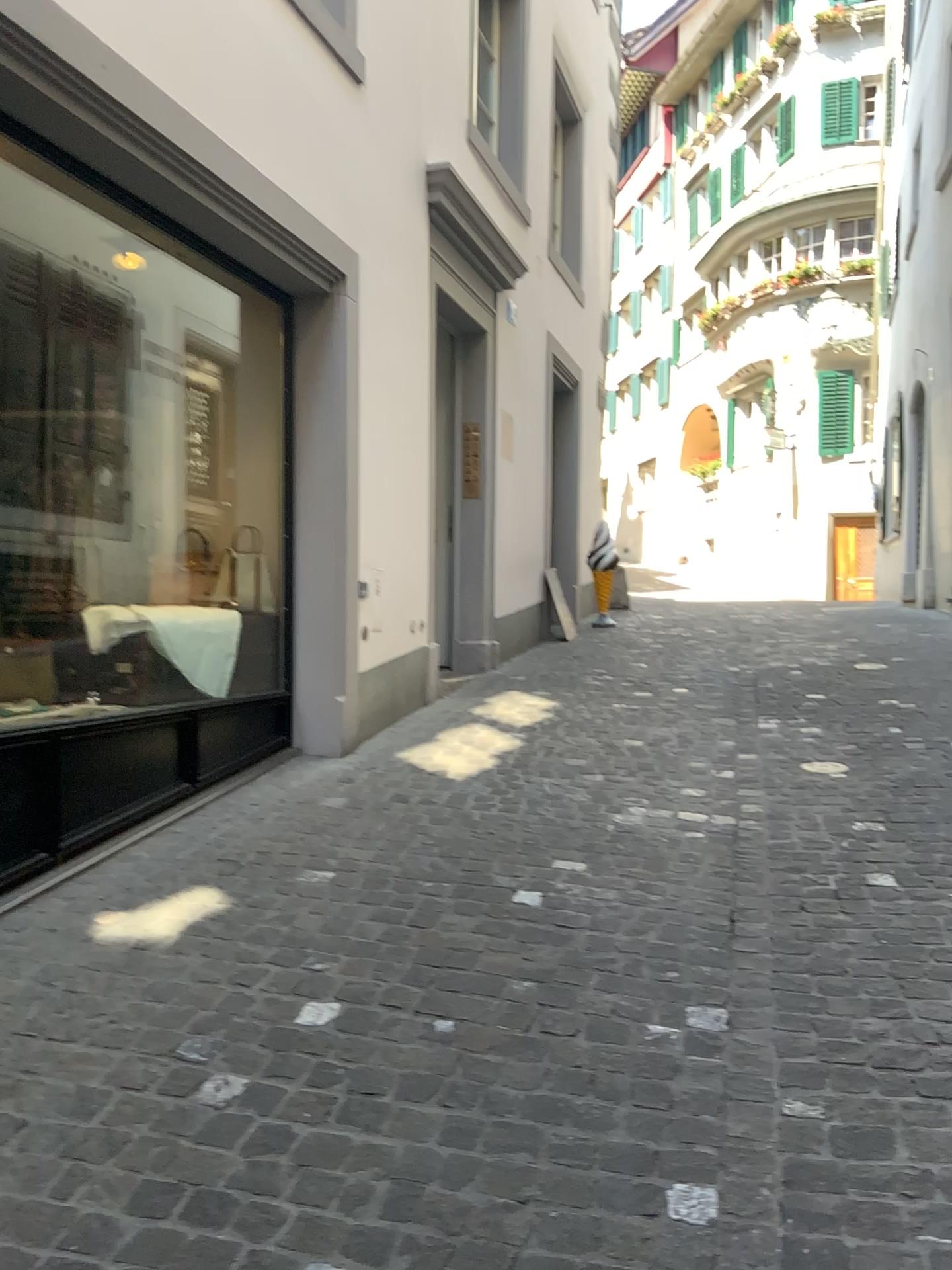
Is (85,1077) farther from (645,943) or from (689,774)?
(689,774)
